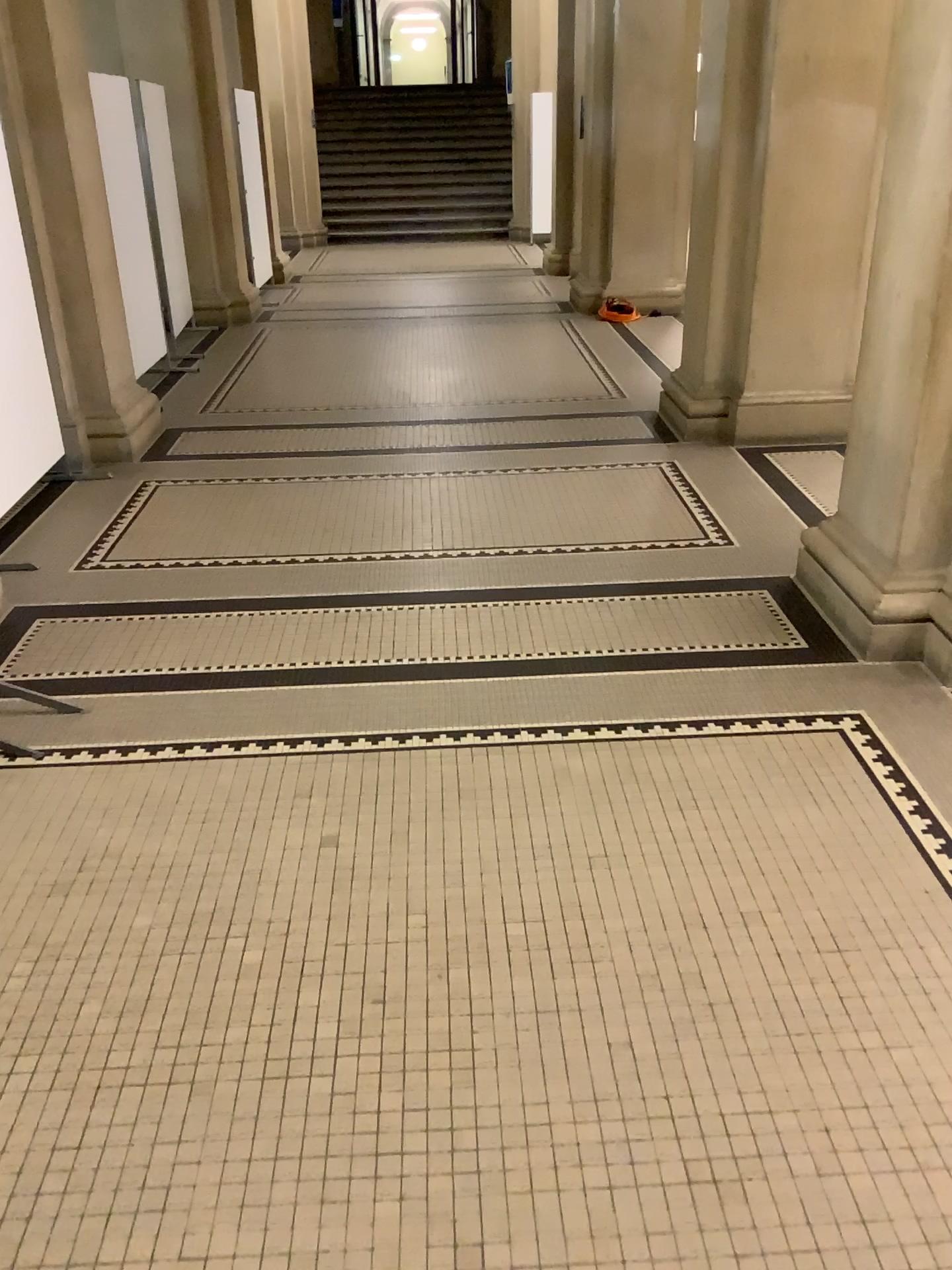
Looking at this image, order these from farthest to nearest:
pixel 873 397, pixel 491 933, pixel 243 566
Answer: pixel 243 566 → pixel 873 397 → pixel 491 933
